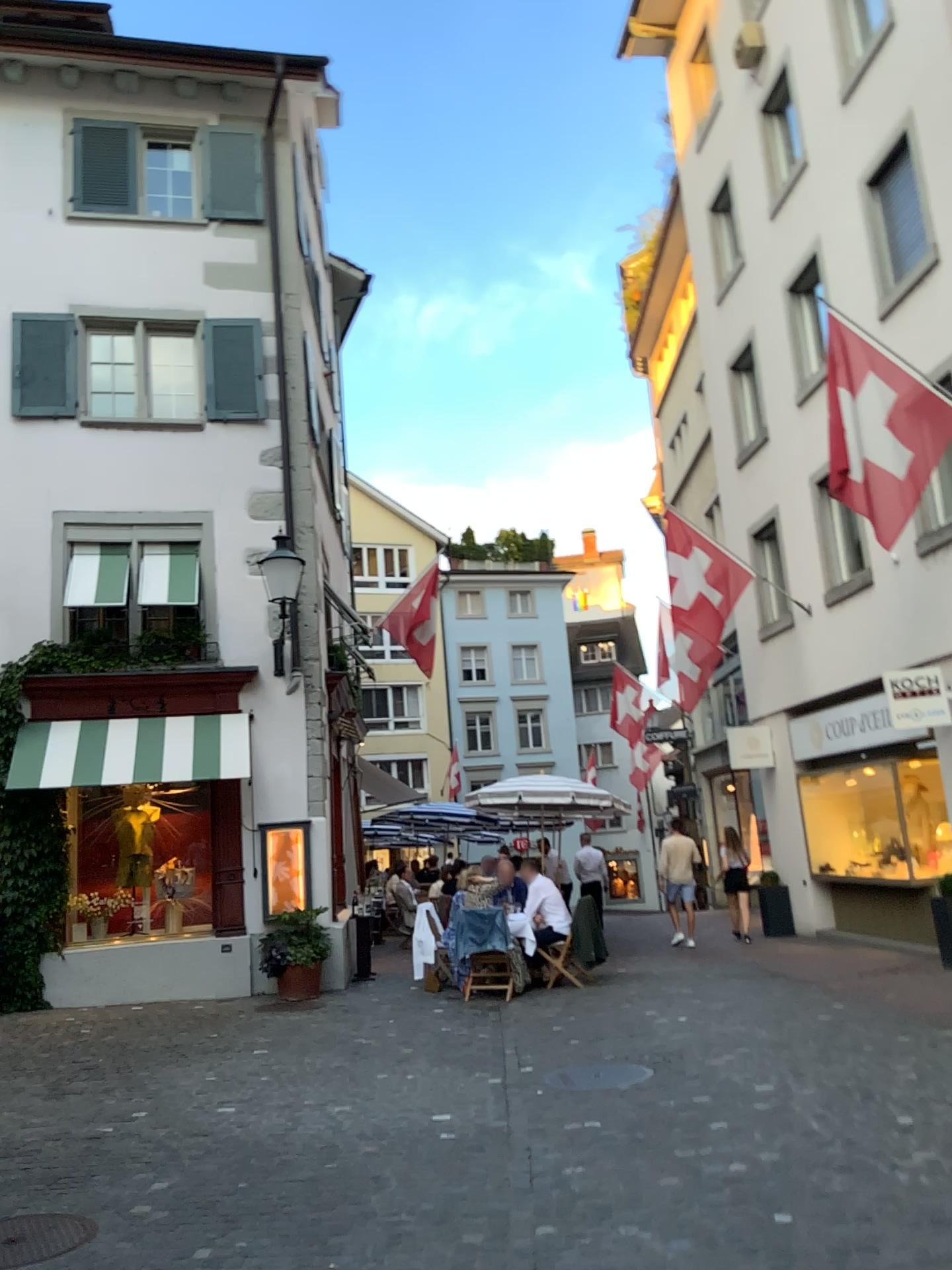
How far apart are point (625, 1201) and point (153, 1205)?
2.0m
